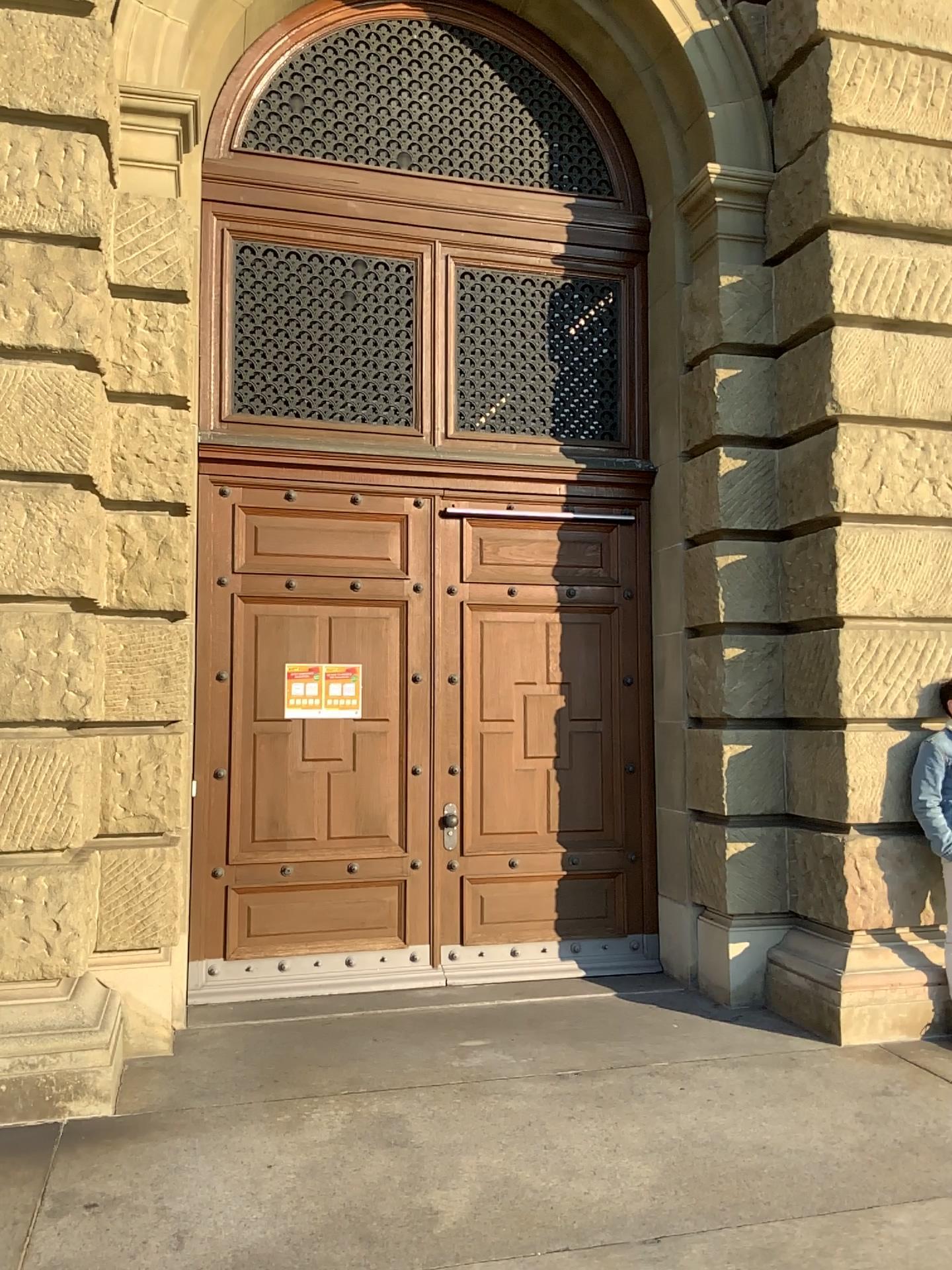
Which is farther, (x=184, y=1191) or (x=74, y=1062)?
(x=74, y=1062)
